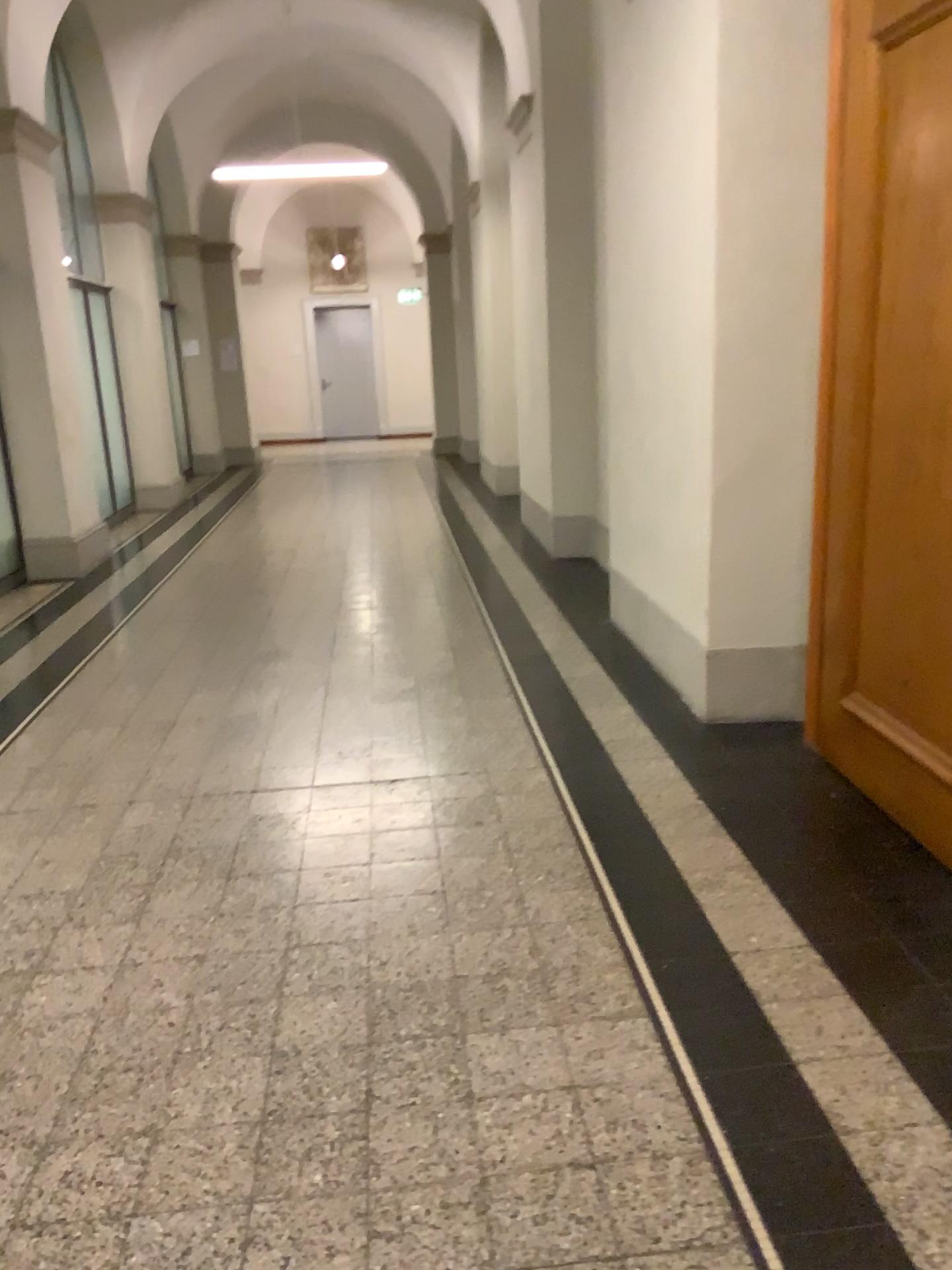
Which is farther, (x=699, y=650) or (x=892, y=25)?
(x=699, y=650)

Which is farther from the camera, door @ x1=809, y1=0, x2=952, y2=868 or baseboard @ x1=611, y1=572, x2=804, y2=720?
baseboard @ x1=611, y1=572, x2=804, y2=720

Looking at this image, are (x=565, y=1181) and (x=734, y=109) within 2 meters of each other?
no

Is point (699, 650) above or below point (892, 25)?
below
